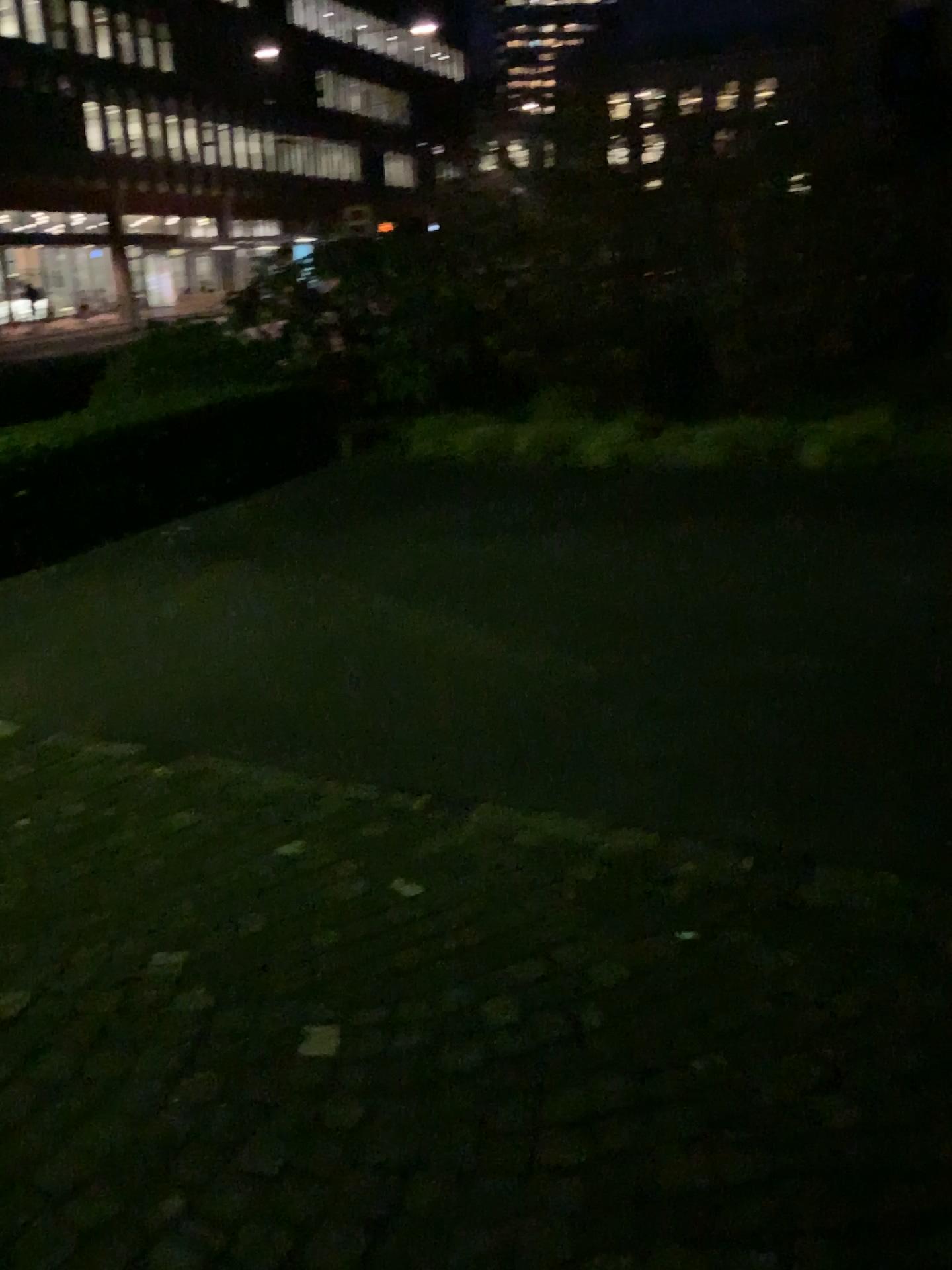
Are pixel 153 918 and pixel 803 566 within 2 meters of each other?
no
